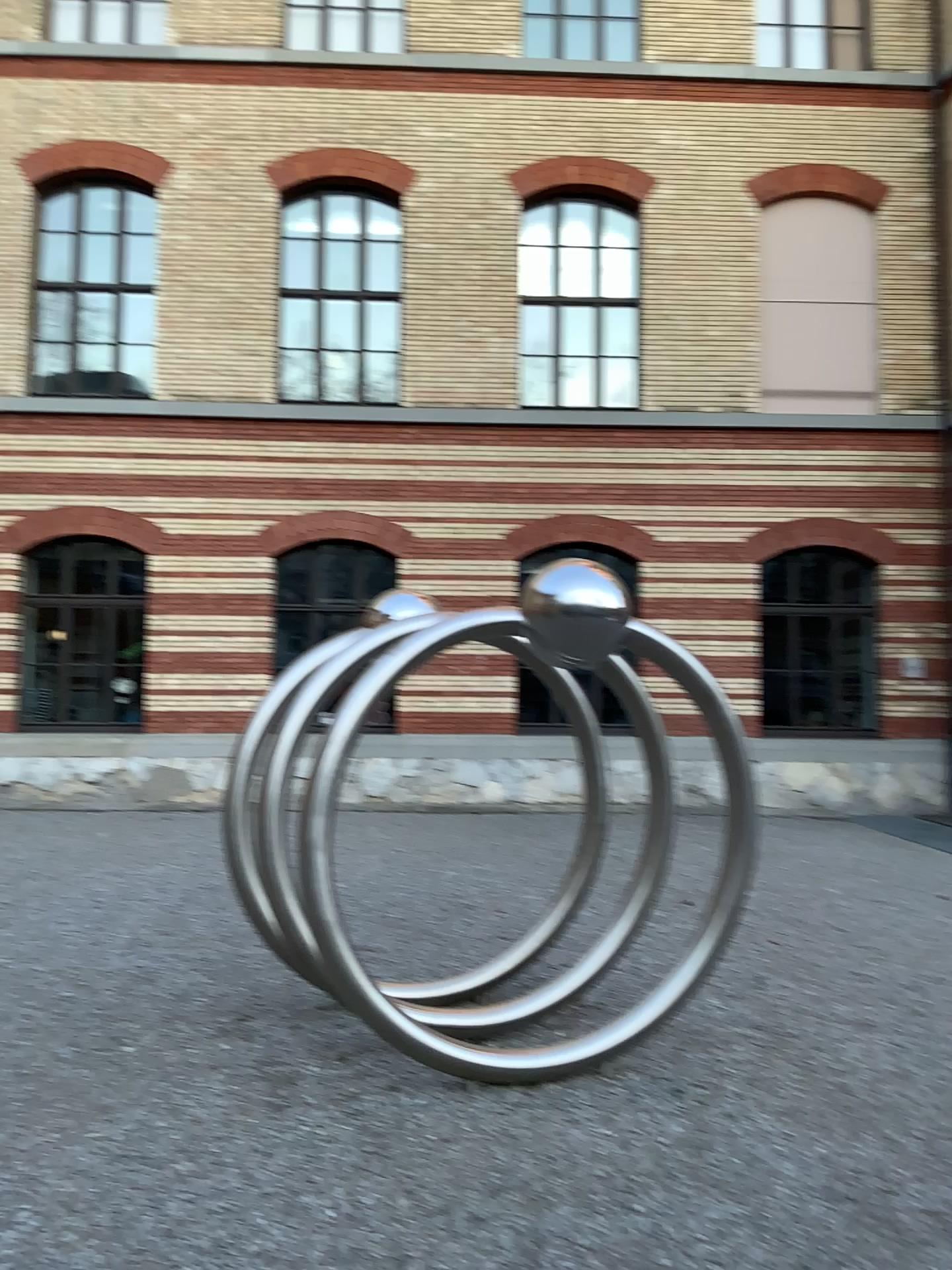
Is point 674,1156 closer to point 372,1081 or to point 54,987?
point 372,1081
